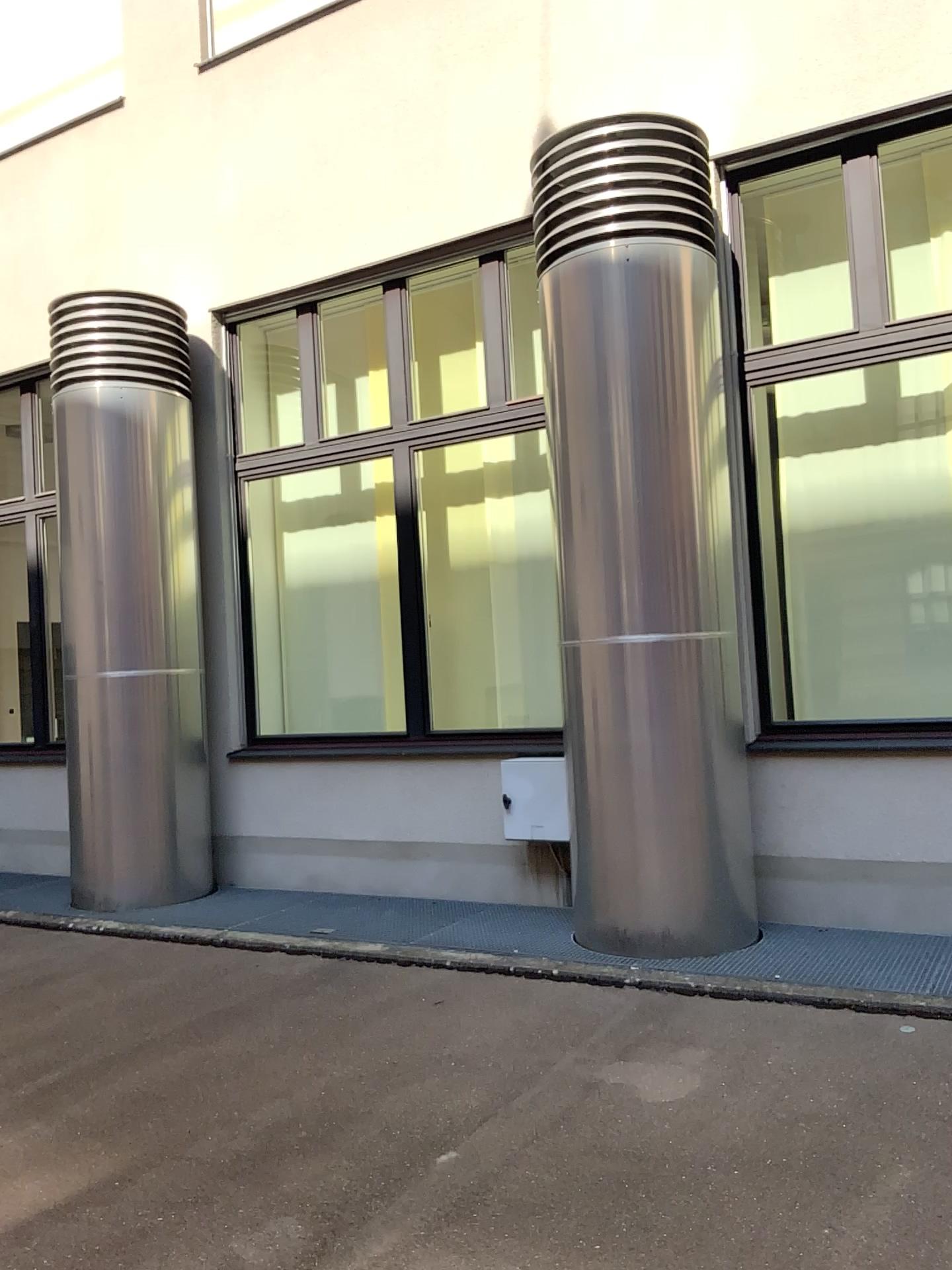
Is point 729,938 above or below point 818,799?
below
